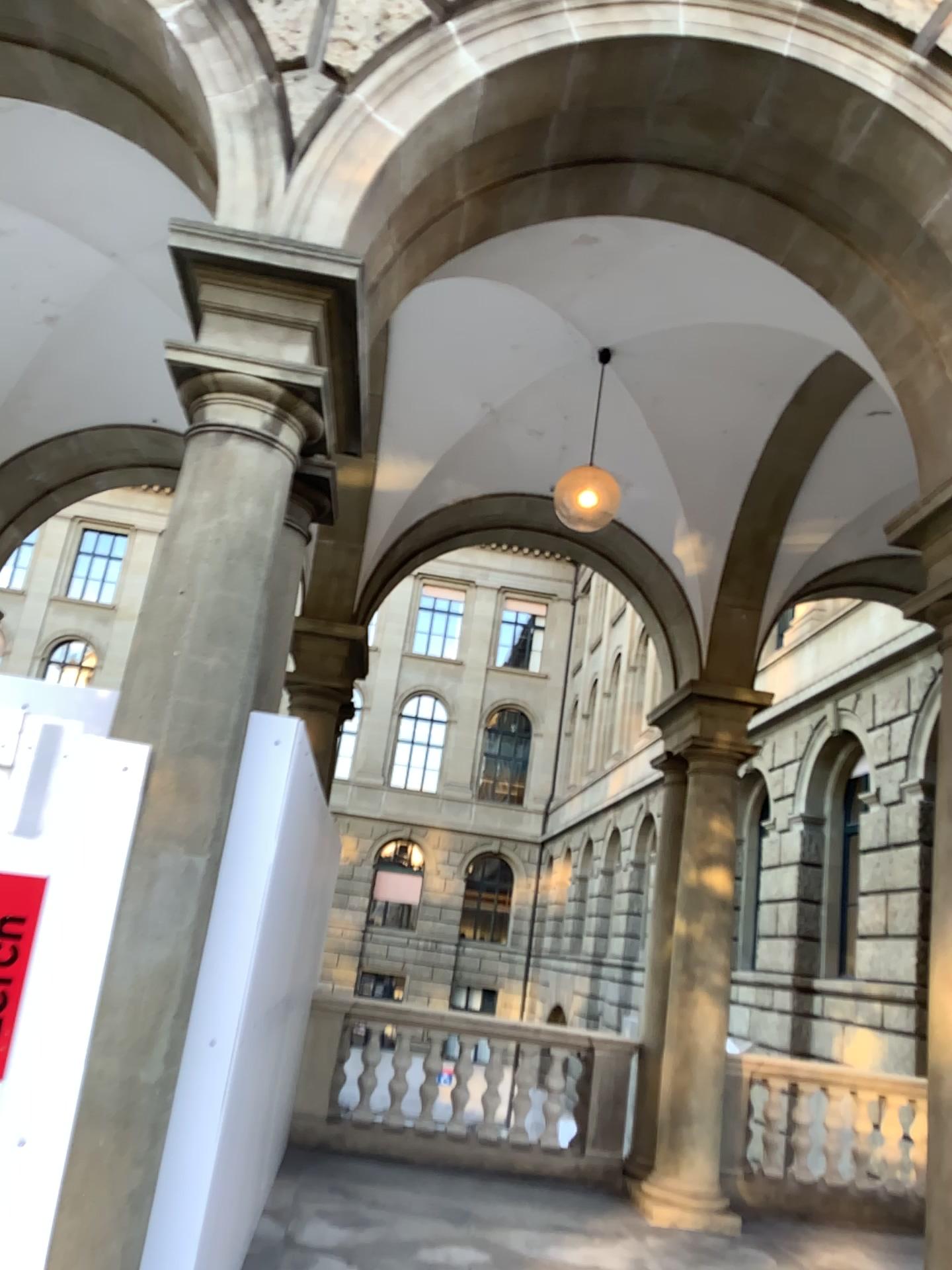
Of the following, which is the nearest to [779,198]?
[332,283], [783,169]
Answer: [783,169]
